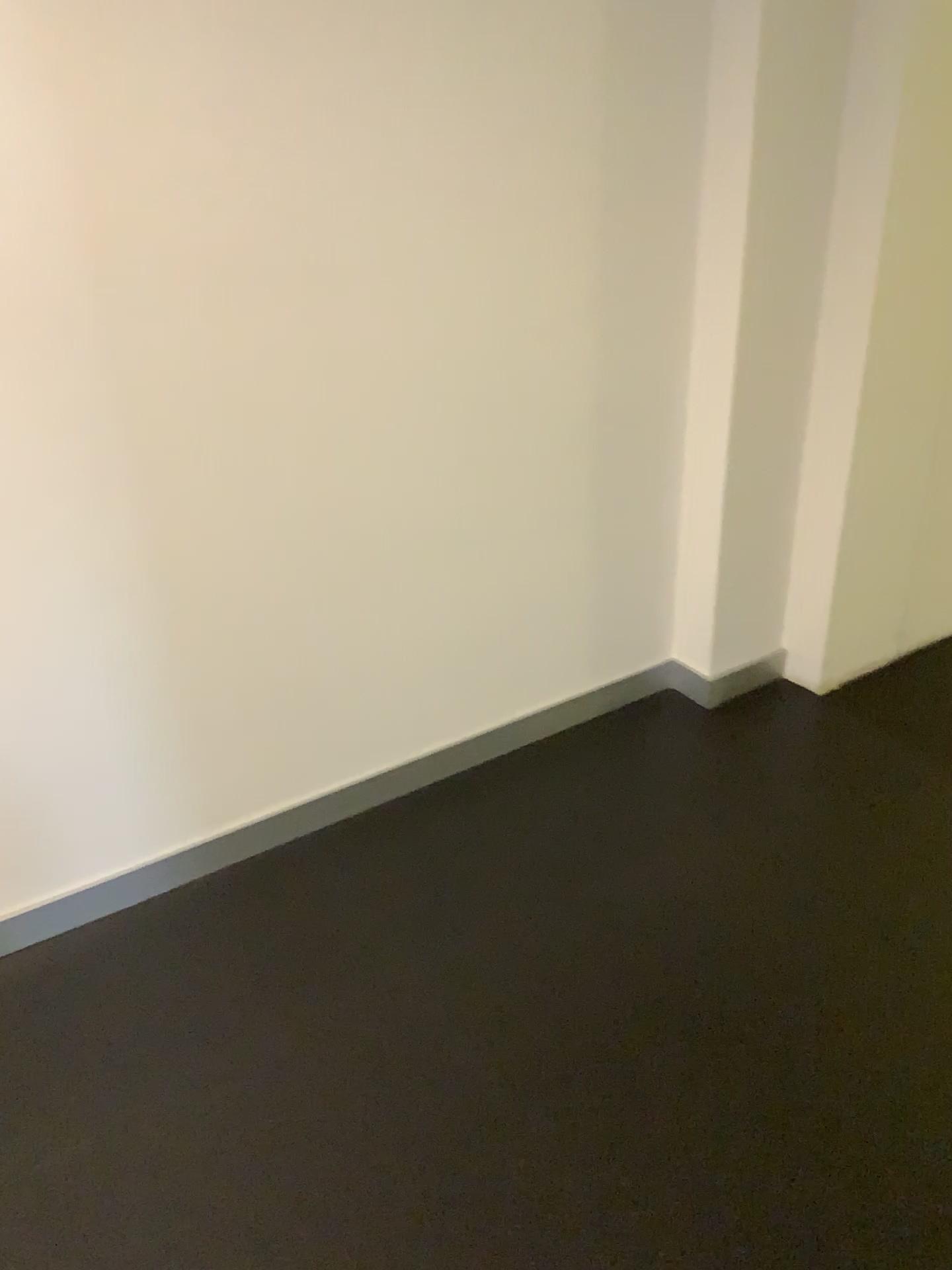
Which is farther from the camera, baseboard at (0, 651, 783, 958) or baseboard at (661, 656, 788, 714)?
baseboard at (661, 656, 788, 714)

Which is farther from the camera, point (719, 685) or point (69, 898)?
point (719, 685)

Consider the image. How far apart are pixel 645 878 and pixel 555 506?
0.8m
